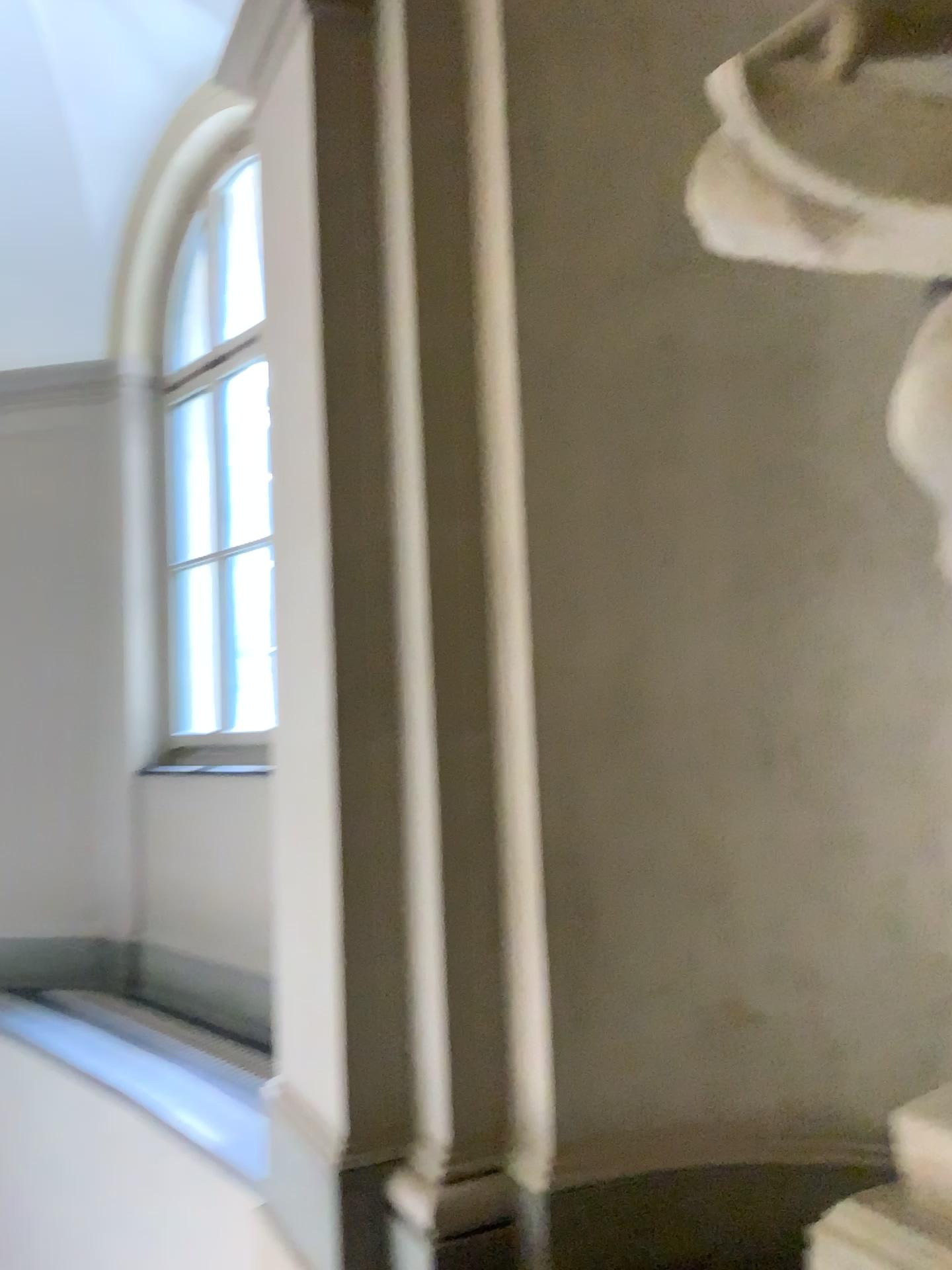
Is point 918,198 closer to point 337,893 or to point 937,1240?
point 937,1240

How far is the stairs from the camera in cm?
142

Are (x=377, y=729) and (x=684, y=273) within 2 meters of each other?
yes

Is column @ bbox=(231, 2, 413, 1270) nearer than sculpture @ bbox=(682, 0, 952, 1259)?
No

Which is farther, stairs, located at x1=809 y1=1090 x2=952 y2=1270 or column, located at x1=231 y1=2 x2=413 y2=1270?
column, located at x1=231 y1=2 x2=413 y2=1270

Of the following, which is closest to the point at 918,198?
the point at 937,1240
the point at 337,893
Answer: the point at 937,1240

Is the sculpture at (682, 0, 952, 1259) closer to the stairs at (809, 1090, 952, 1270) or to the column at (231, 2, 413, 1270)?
the stairs at (809, 1090, 952, 1270)

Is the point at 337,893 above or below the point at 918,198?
below

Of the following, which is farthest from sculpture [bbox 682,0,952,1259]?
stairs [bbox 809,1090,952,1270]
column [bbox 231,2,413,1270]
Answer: column [bbox 231,2,413,1270]
